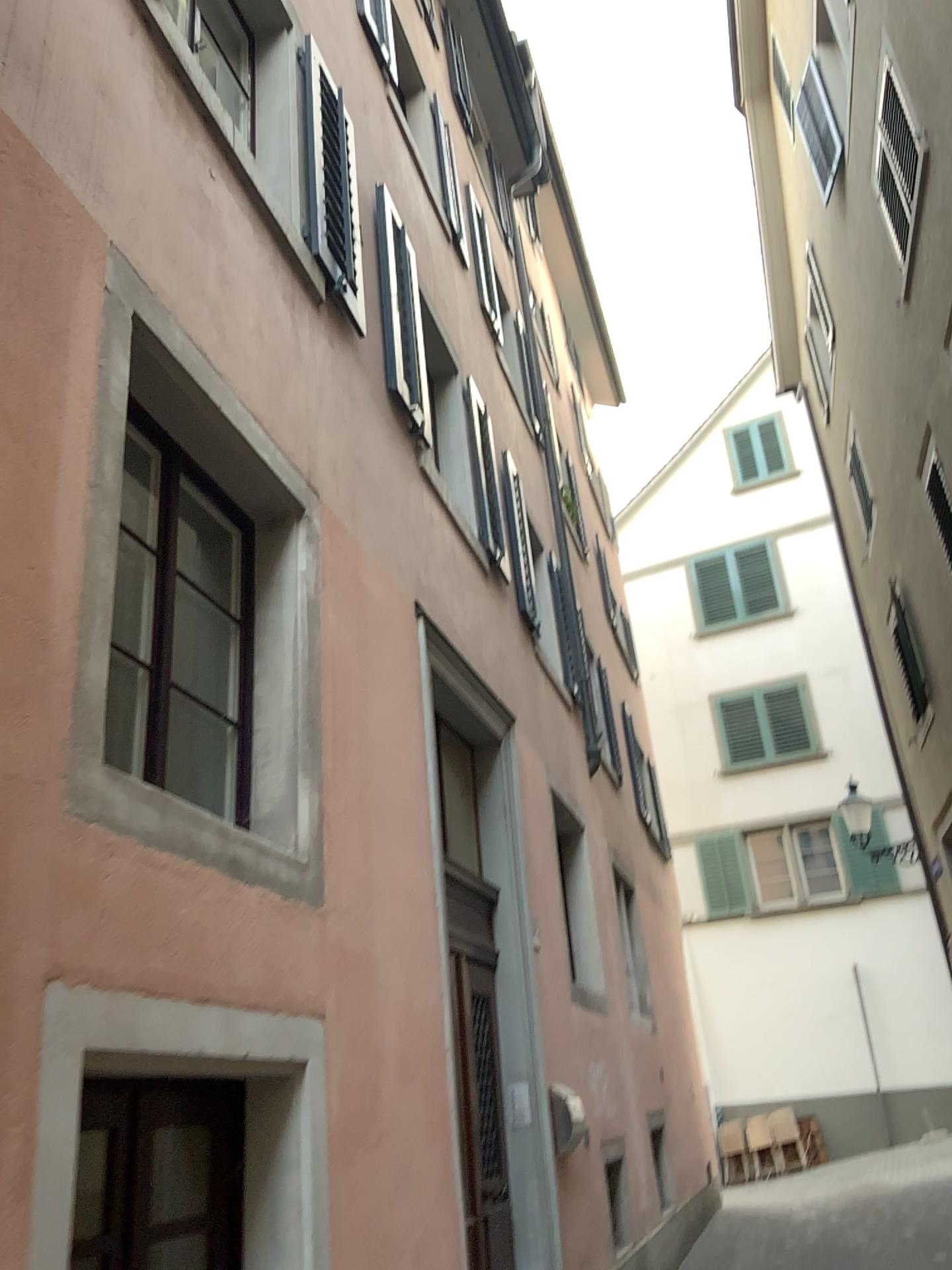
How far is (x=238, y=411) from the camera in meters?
3.3 m
